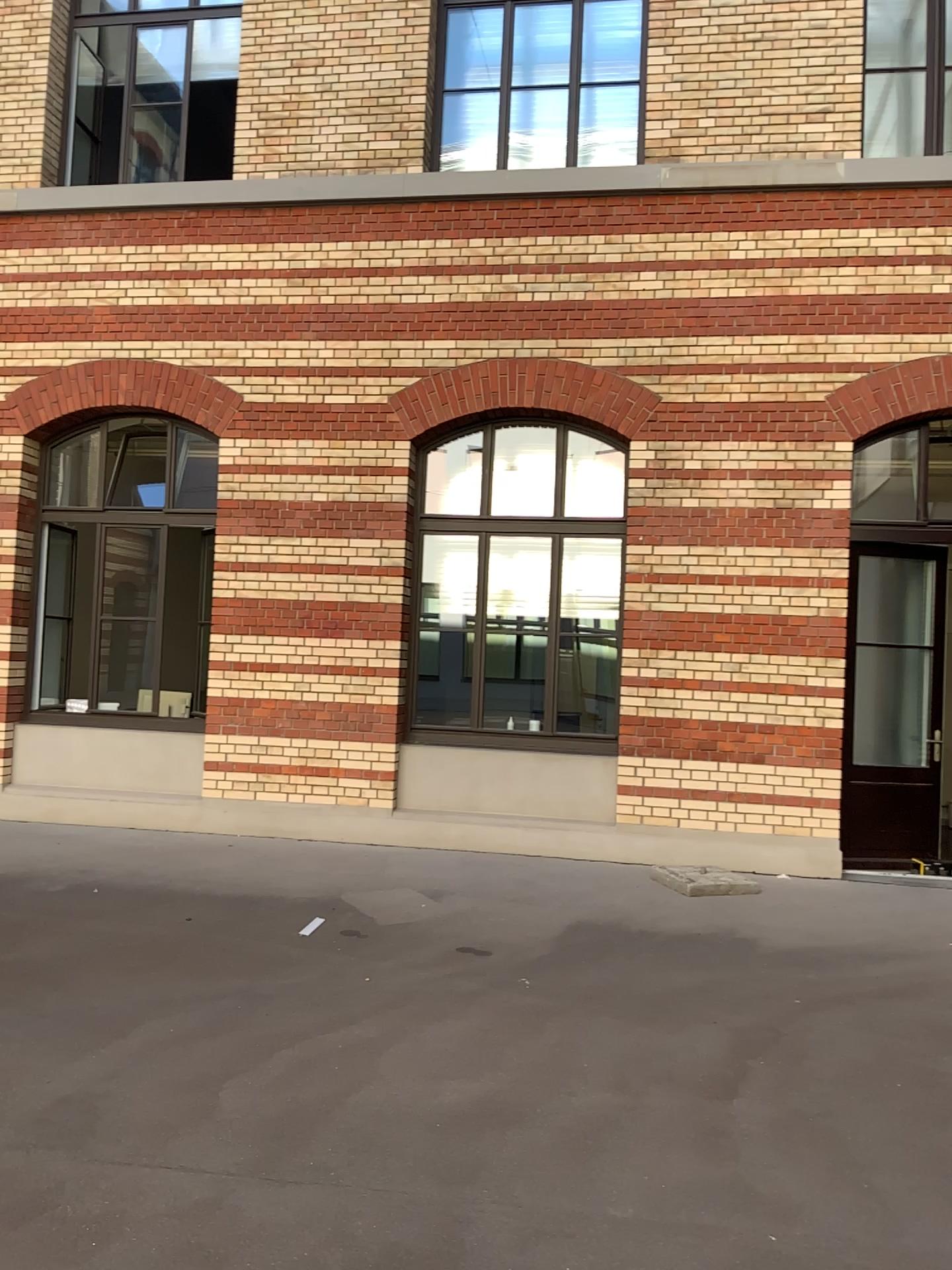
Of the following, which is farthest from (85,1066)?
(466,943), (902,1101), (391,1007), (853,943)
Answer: (853,943)
